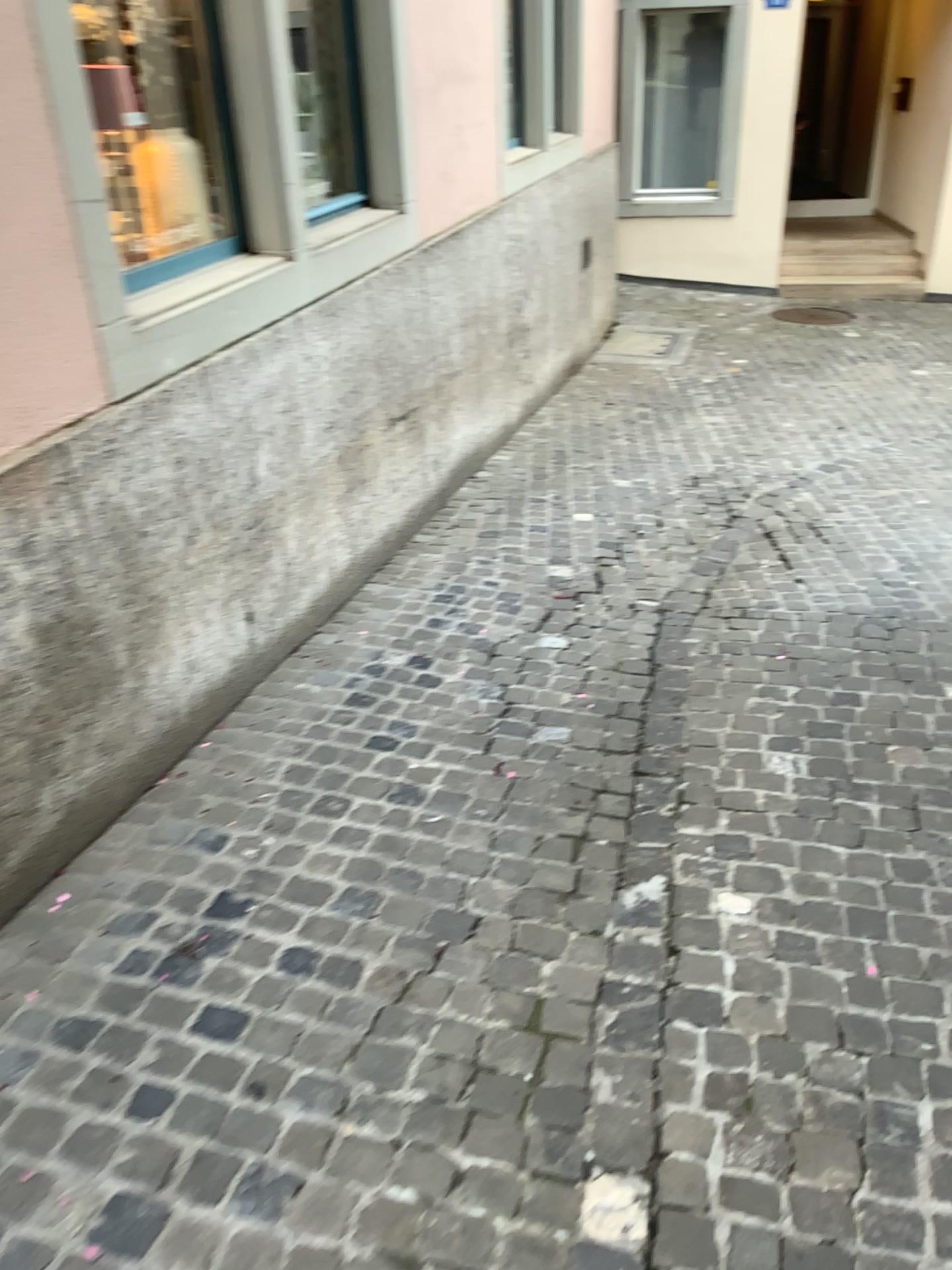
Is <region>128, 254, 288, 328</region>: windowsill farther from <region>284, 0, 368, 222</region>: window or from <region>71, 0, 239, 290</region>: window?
<region>284, 0, 368, 222</region>: window

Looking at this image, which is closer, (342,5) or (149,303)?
(149,303)

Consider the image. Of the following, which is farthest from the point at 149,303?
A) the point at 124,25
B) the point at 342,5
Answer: the point at 342,5

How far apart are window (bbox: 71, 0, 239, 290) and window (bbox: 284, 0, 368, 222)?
0.9m

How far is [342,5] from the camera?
4.0m

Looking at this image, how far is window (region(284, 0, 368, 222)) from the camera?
3.97m

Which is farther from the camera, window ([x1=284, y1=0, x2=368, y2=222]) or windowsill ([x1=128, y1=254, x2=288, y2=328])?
window ([x1=284, y1=0, x2=368, y2=222])

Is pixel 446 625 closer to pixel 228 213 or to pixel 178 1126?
pixel 228 213

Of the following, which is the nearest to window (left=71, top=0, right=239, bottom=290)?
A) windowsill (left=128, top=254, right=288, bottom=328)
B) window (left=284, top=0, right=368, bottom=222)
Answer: windowsill (left=128, top=254, right=288, bottom=328)
